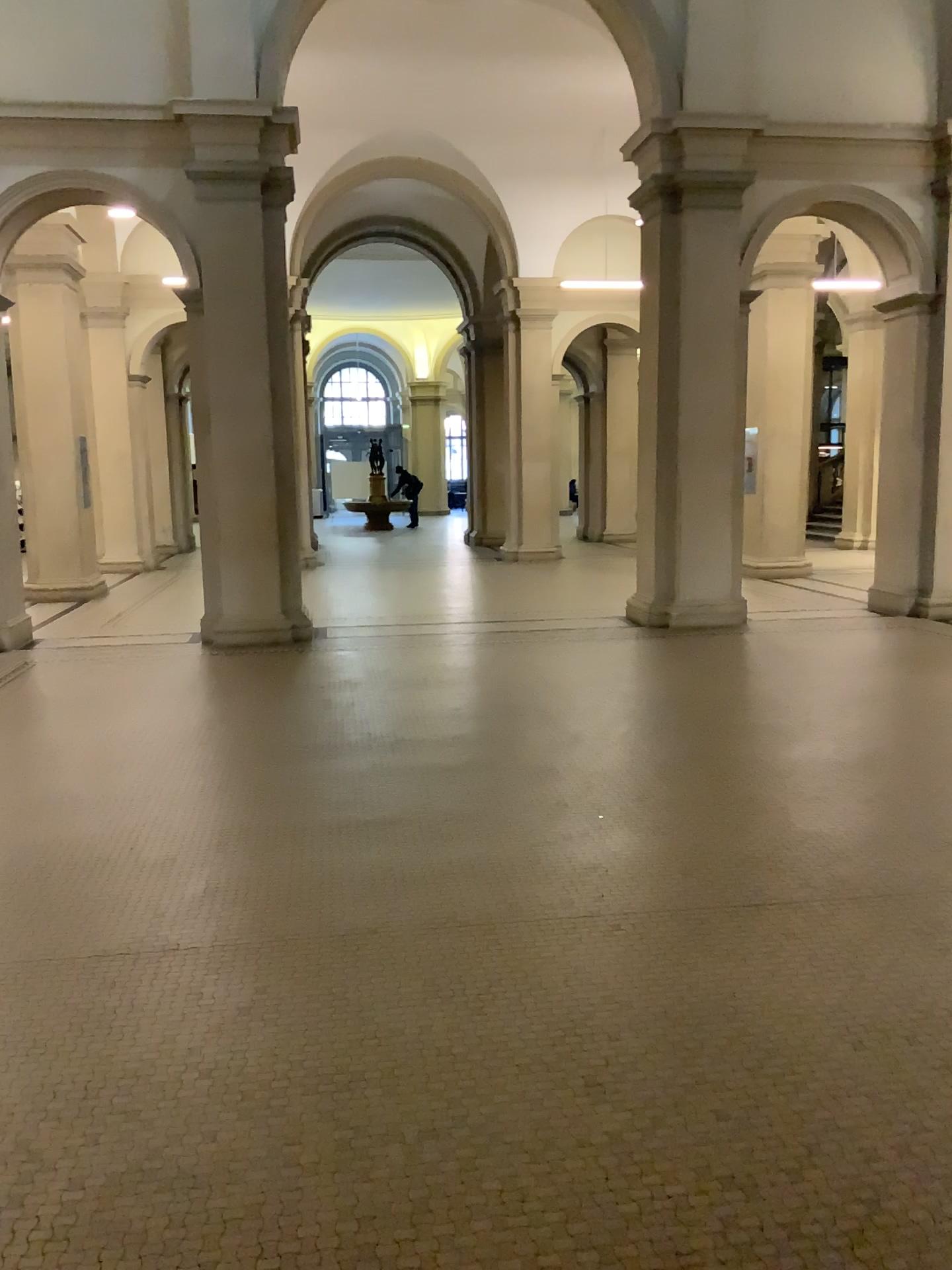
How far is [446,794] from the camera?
4.9 meters
